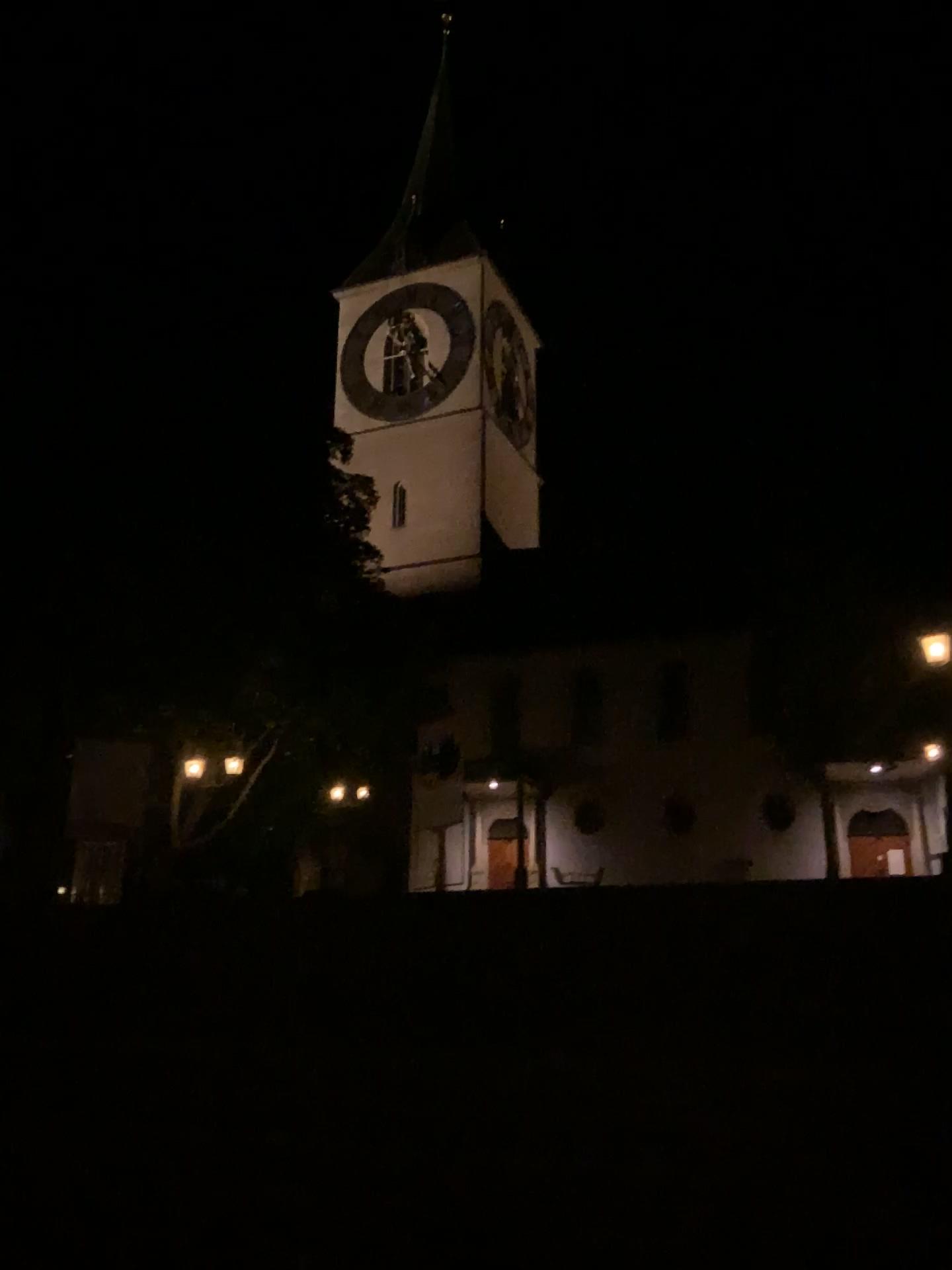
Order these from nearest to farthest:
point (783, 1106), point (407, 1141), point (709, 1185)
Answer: point (709, 1185) < point (783, 1106) < point (407, 1141)
